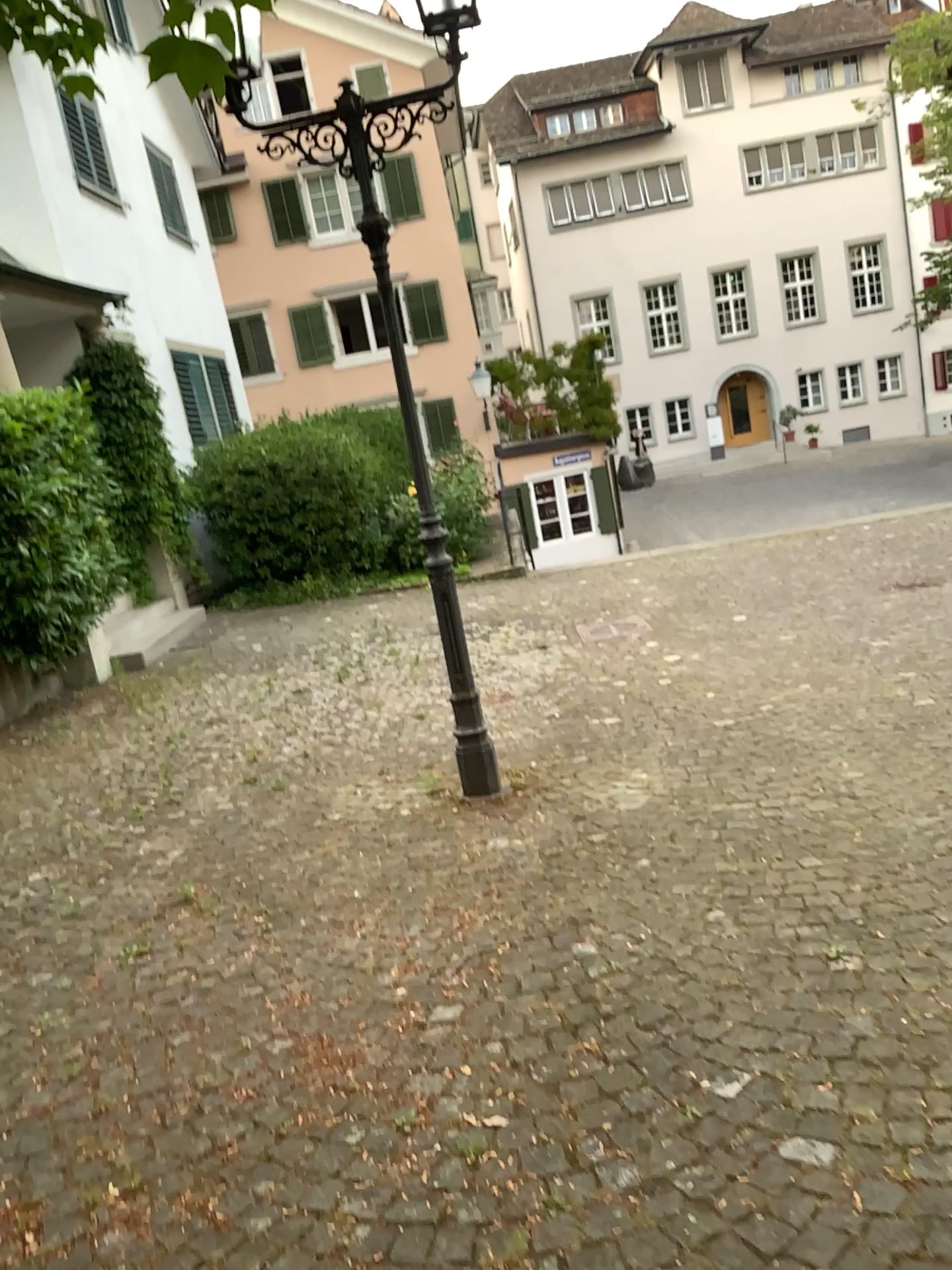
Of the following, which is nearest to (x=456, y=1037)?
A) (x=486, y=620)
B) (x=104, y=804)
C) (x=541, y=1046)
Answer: (x=541, y=1046)
